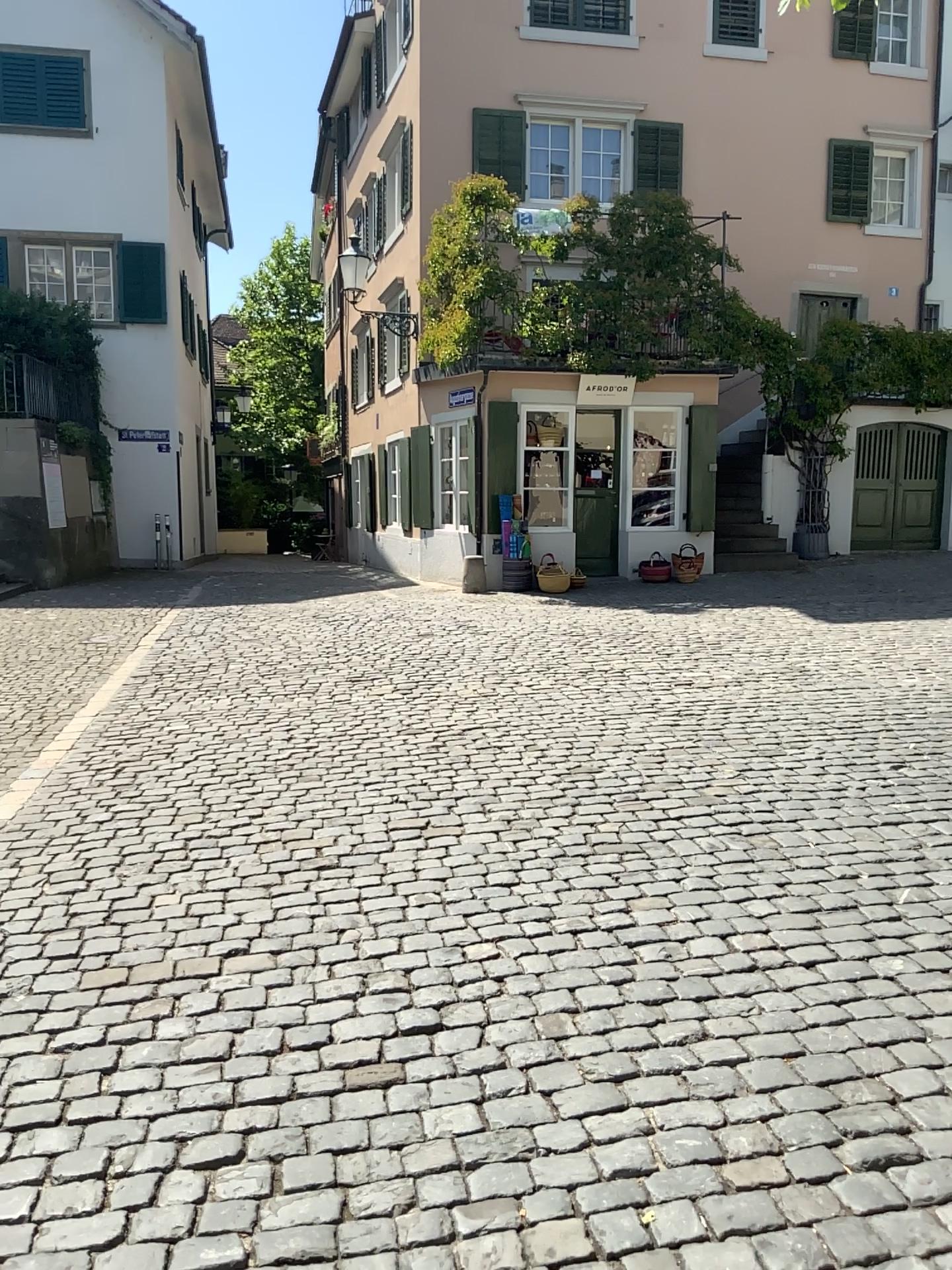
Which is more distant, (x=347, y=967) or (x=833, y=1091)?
(x=347, y=967)
